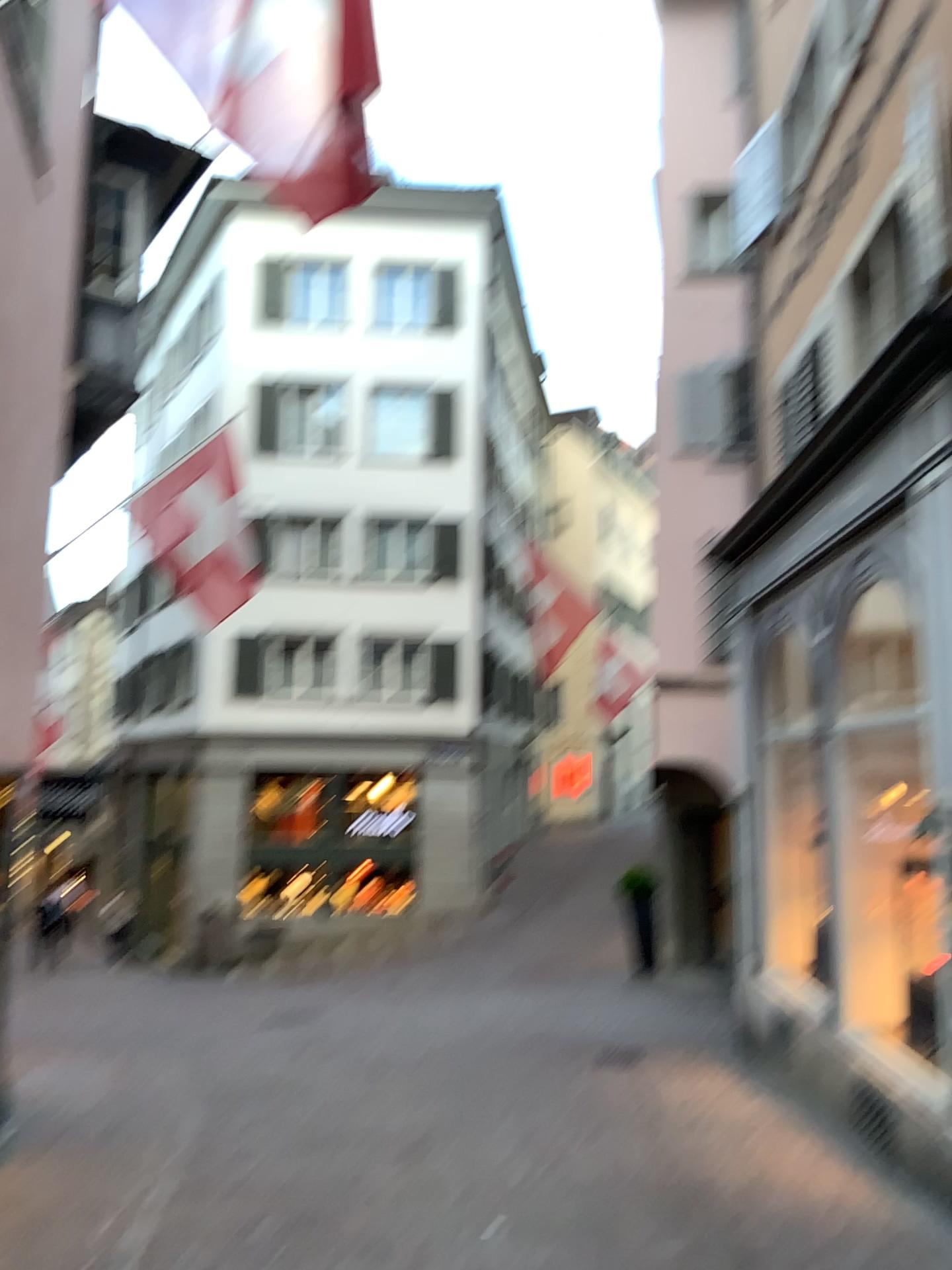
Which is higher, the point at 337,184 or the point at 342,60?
the point at 342,60
